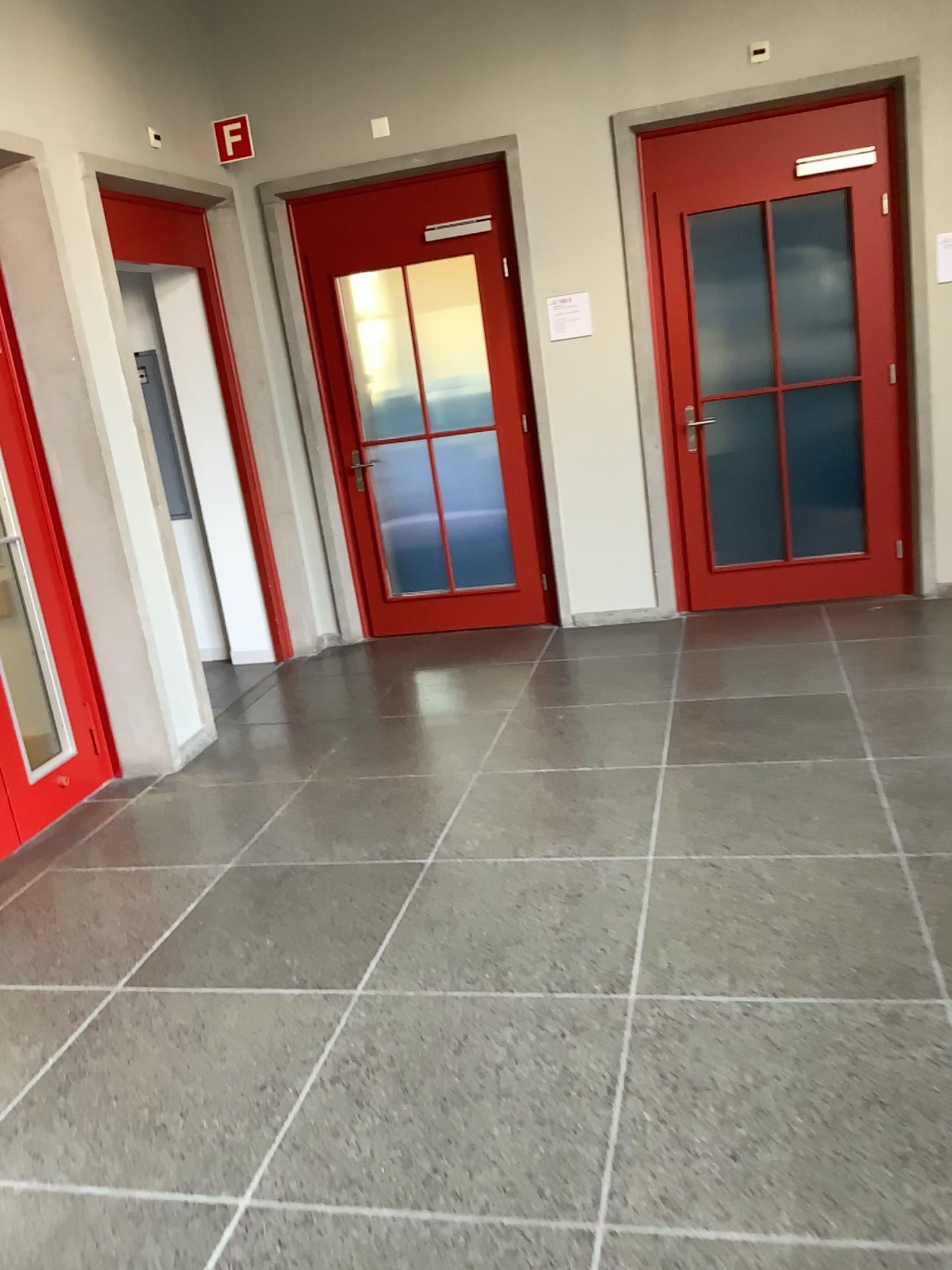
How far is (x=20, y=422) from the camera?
4.0 meters

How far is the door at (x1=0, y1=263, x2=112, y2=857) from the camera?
4.01m

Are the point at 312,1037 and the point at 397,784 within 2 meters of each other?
yes
